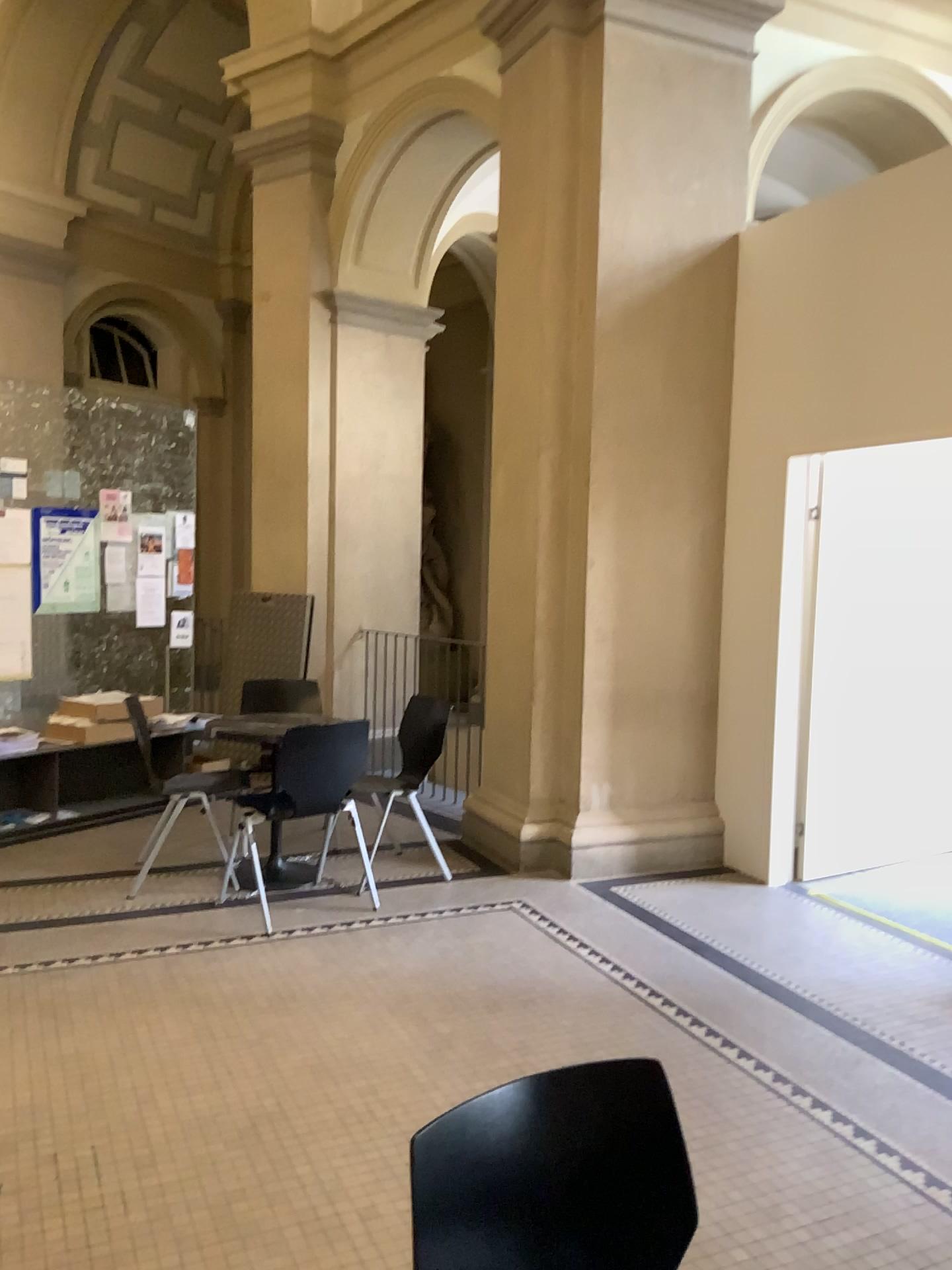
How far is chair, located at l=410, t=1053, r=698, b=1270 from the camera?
1.3m

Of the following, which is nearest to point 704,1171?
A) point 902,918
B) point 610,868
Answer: point 902,918

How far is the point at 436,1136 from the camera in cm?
127
